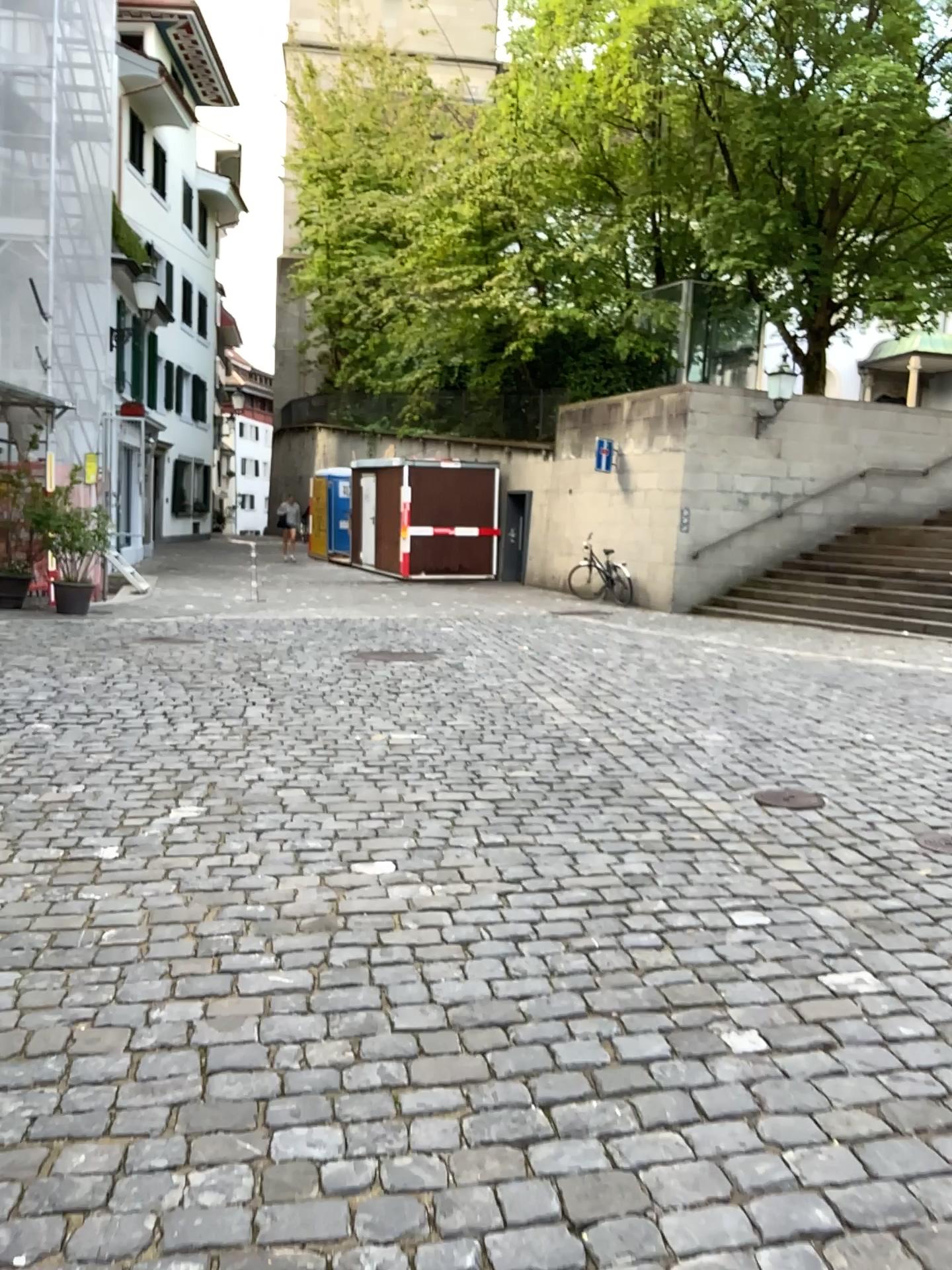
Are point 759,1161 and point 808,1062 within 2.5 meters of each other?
yes
